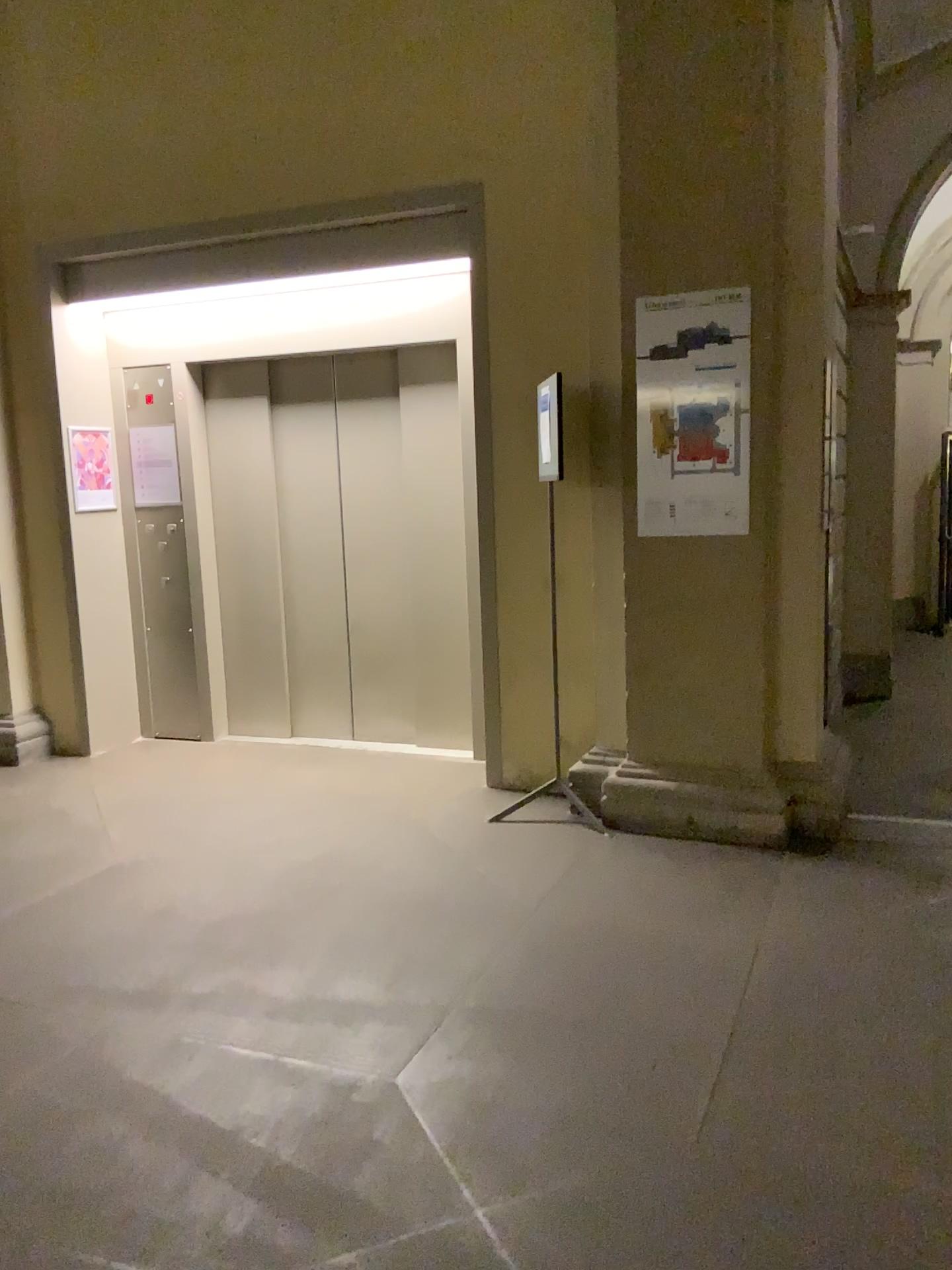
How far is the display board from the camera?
4.01m

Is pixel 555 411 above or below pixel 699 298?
below

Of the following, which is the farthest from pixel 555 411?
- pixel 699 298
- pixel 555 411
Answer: pixel 699 298

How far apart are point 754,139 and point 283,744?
3.7 meters

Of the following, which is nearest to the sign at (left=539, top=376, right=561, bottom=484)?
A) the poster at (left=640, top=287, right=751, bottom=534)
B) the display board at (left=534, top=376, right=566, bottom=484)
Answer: the display board at (left=534, top=376, right=566, bottom=484)

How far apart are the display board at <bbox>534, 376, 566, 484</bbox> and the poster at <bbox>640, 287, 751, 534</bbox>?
0.3m

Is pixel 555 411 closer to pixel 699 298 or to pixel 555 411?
pixel 555 411

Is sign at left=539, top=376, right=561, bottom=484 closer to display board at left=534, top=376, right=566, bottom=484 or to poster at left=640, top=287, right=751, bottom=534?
display board at left=534, top=376, right=566, bottom=484
